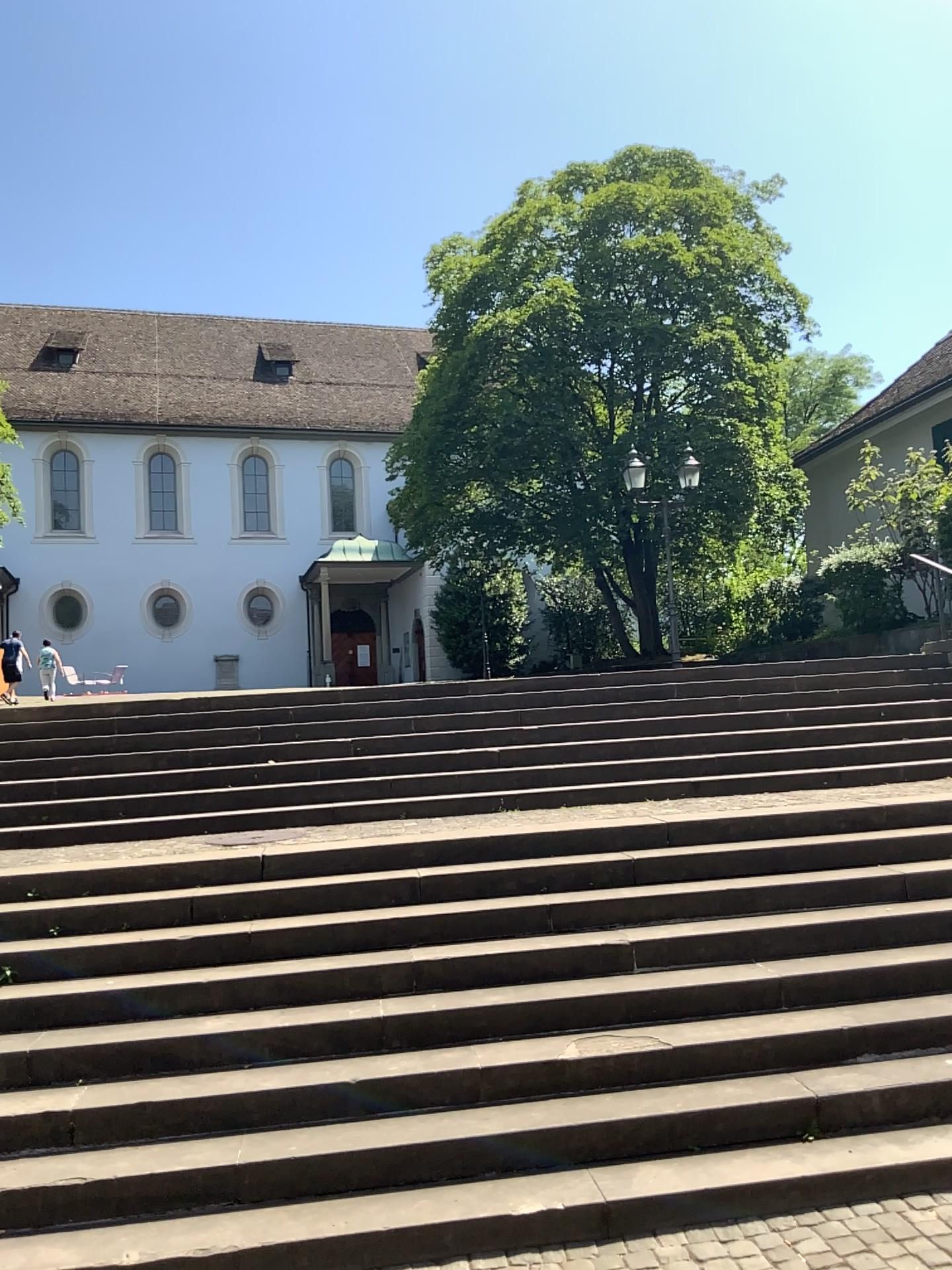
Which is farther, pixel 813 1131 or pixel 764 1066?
pixel 764 1066
